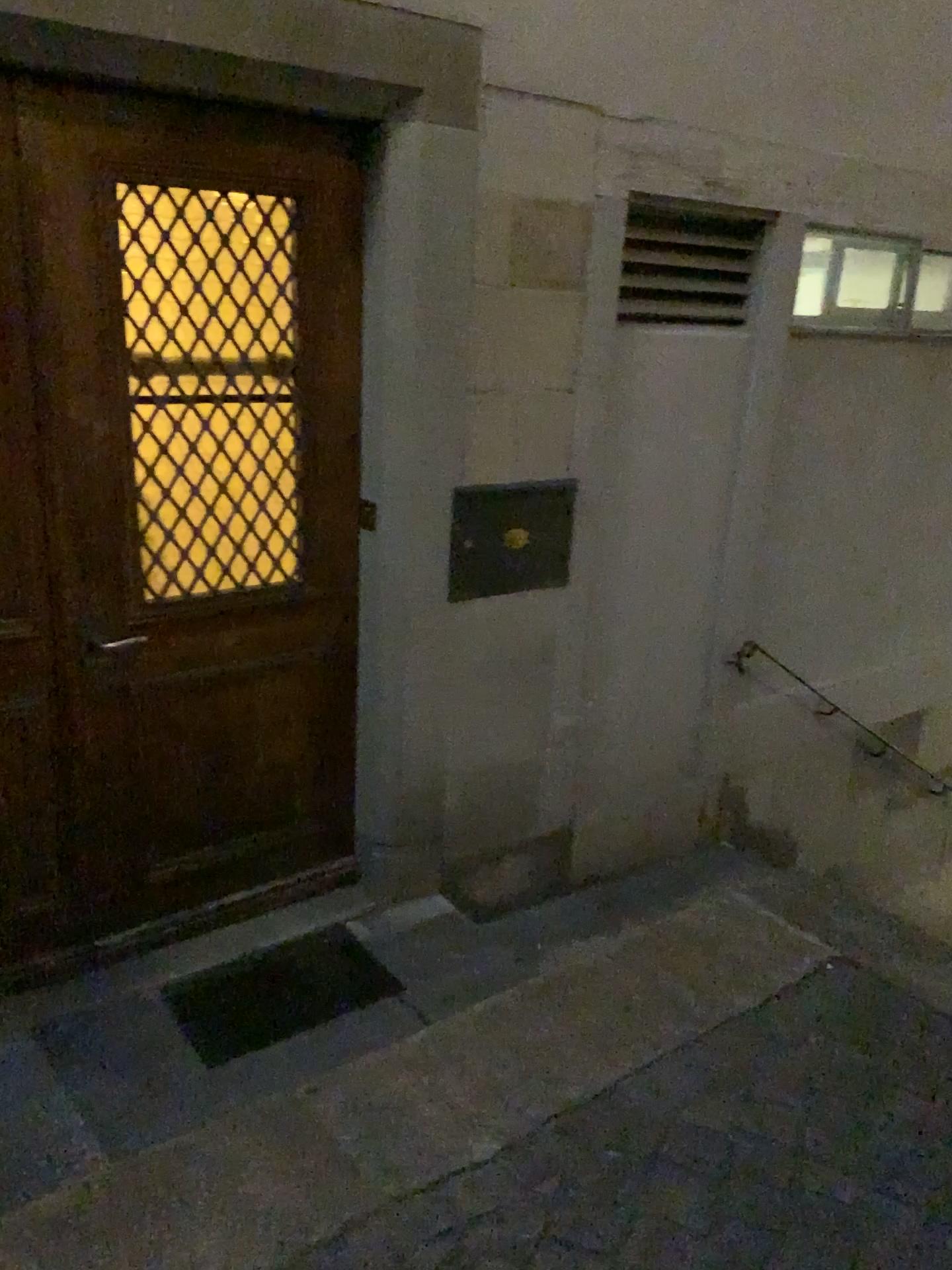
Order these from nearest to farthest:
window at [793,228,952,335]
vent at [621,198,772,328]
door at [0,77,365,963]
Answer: door at [0,77,365,963], vent at [621,198,772,328], window at [793,228,952,335]

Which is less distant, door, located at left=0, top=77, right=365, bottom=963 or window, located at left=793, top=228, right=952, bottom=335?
door, located at left=0, top=77, right=365, bottom=963

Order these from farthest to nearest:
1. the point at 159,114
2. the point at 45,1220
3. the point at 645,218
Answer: the point at 645,218
the point at 159,114
the point at 45,1220

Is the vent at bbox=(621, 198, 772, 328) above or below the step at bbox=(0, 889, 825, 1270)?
above

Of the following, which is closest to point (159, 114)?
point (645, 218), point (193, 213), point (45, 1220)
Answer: point (193, 213)

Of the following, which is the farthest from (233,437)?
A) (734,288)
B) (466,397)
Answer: (734,288)

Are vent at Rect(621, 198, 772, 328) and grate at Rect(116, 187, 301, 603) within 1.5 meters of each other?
yes

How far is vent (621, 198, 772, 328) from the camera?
3.4m

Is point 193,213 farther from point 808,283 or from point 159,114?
point 808,283

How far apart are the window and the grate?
1.92m
